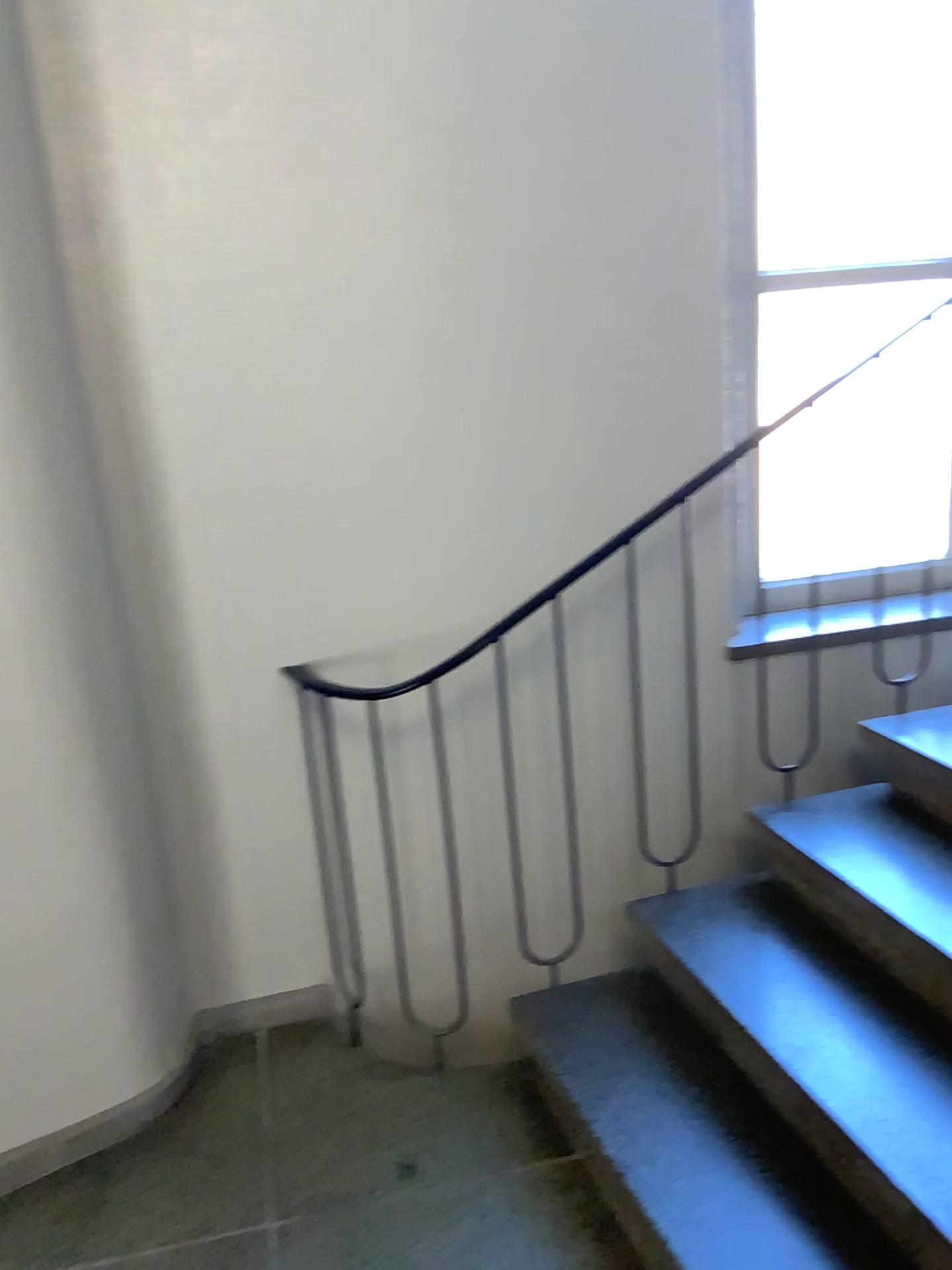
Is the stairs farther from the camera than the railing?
No

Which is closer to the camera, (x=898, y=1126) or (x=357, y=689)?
(x=898, y=1126)

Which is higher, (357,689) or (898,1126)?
(357,689)

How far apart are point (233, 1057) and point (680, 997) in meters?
1.1
